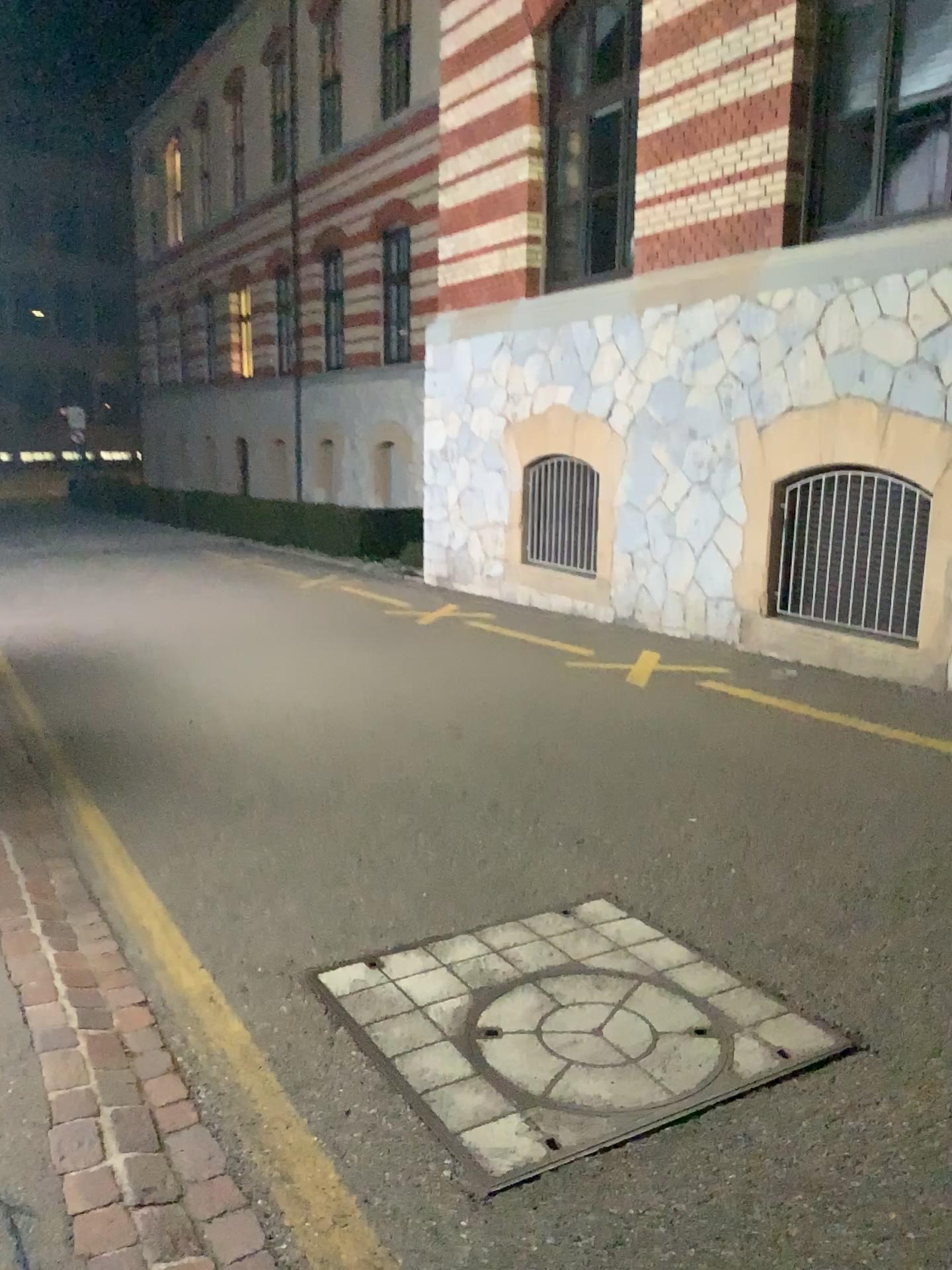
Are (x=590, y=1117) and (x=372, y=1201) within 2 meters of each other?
yes
